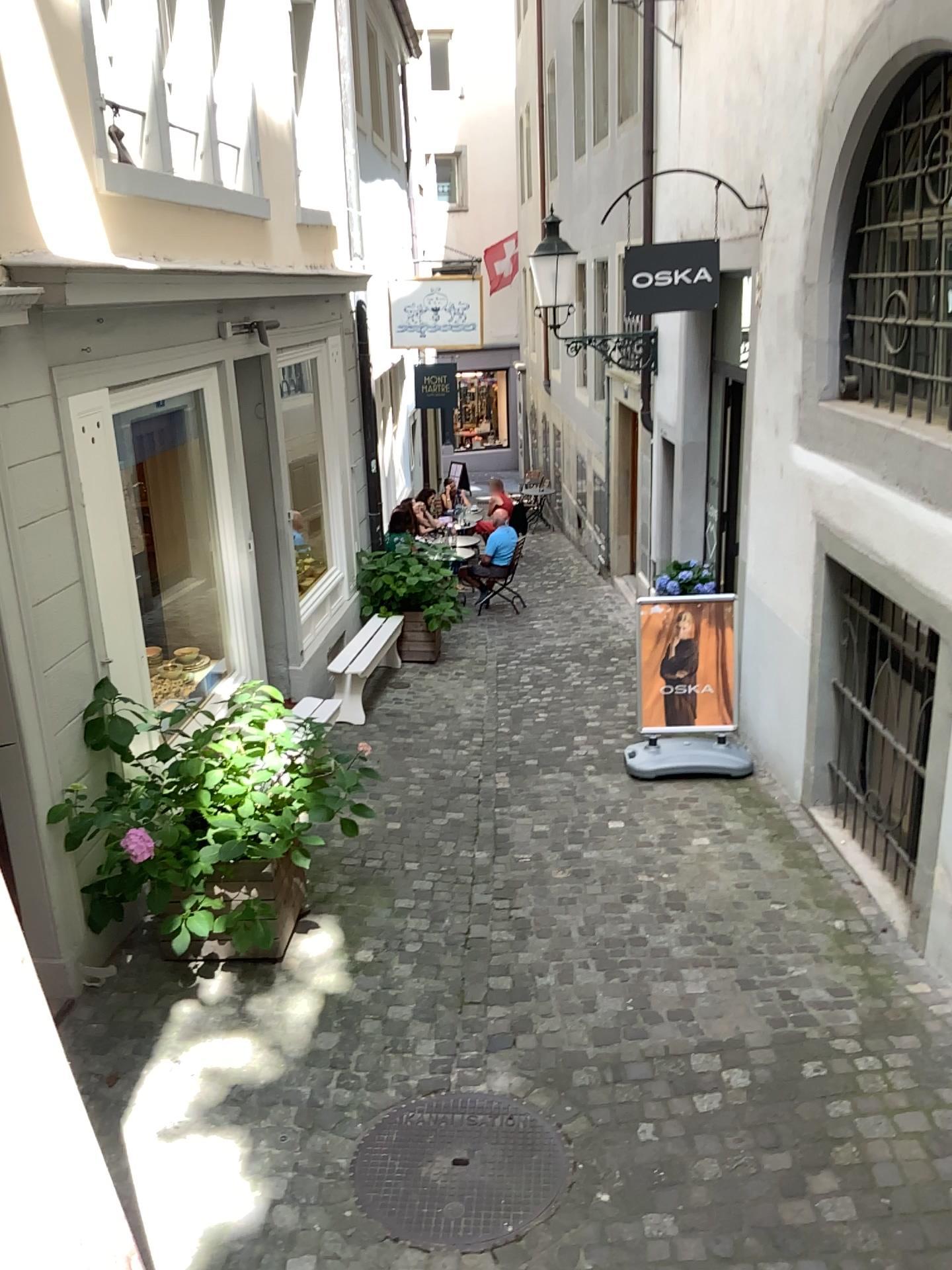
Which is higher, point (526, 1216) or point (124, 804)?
point (124, 804)

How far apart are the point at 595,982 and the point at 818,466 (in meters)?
2.77

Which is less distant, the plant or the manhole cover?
the manhole cover

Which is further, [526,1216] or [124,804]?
[124,804]
